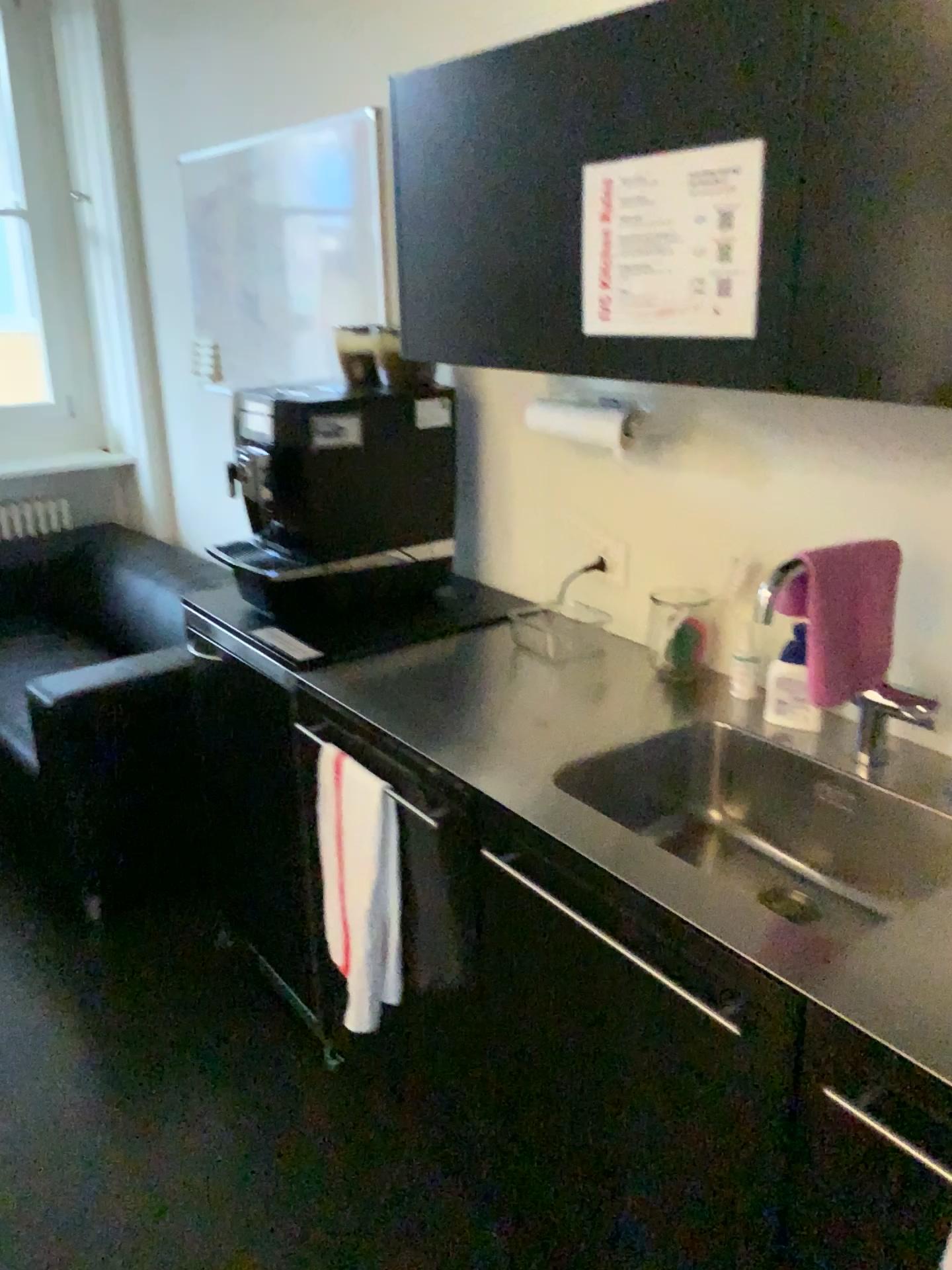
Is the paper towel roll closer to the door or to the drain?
the drain

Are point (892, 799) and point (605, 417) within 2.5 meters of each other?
yes

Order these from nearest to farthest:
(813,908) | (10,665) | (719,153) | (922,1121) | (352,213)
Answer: (922,1121) → (719,153) → (813,908) → (352,213) → (10,665)

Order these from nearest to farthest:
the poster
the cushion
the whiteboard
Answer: the poster → the whiteboard → the cushion

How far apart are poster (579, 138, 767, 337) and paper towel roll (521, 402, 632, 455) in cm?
43

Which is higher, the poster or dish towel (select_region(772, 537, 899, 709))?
the poster

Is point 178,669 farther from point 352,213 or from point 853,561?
point 853,561

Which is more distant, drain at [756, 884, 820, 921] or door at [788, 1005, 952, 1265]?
drain at [756, 884, 820, 921]

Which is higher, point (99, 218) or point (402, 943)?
point (99, 218)

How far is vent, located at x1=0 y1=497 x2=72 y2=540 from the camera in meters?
4.2
